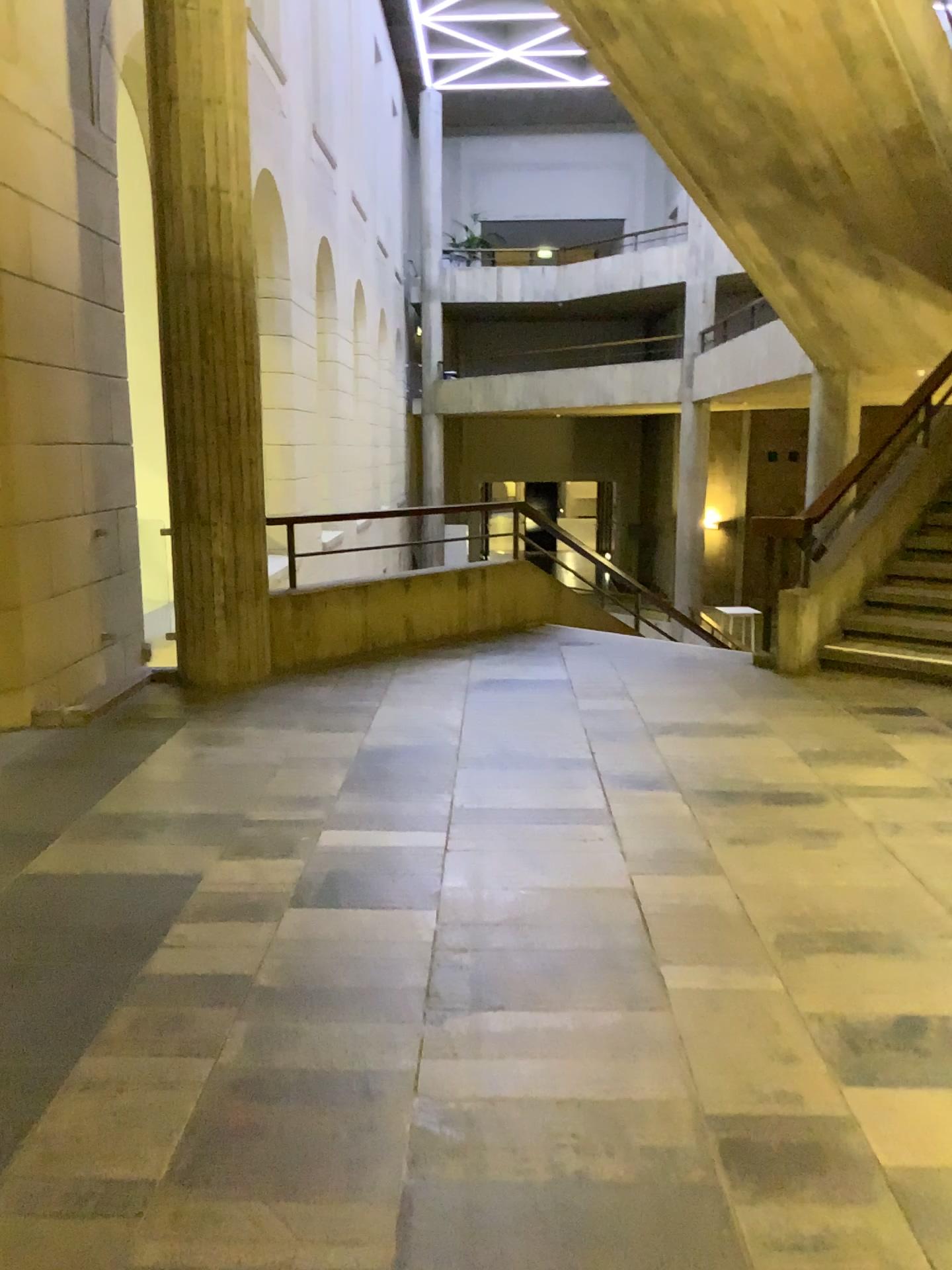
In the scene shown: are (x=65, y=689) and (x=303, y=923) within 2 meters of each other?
no
